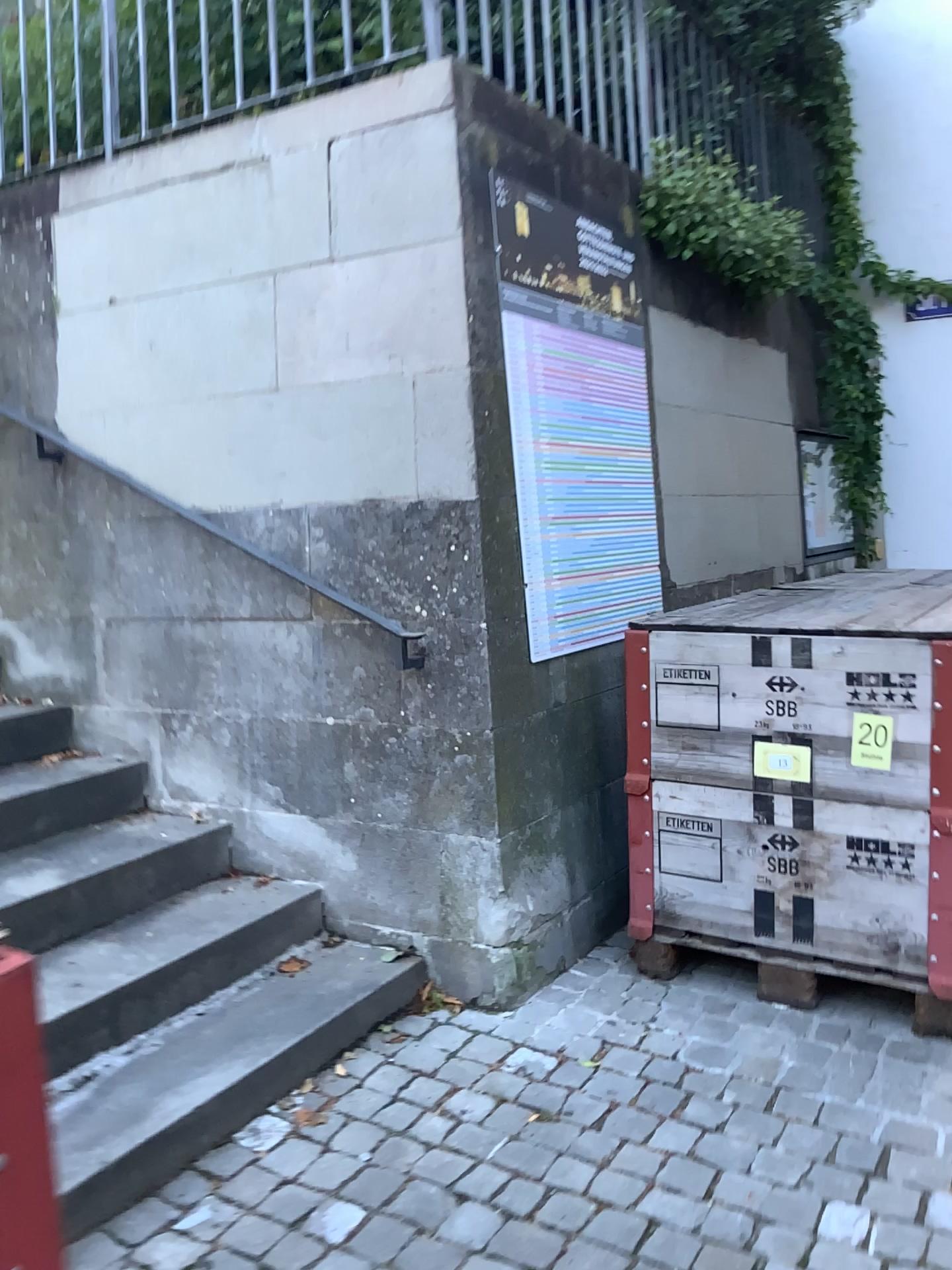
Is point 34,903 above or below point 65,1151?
above

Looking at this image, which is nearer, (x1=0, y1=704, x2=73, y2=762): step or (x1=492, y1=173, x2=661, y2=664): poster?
(x1=492, y1=173, x2=661, y2=664): poster

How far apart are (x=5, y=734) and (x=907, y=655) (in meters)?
2.51

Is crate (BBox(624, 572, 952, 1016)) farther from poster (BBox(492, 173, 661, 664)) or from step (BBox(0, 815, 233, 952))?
step (BBox(0, 815, 233, 952))

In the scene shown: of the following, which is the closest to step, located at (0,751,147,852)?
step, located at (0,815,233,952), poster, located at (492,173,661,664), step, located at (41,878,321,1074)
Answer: step, located at (0,815,233,952)

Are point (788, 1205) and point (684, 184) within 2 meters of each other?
no

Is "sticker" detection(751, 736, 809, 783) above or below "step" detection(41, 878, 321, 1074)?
above

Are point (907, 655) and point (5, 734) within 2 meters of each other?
no

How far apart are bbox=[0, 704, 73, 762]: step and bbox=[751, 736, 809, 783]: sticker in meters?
2.1

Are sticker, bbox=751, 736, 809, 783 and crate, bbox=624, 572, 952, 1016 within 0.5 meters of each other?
yes
